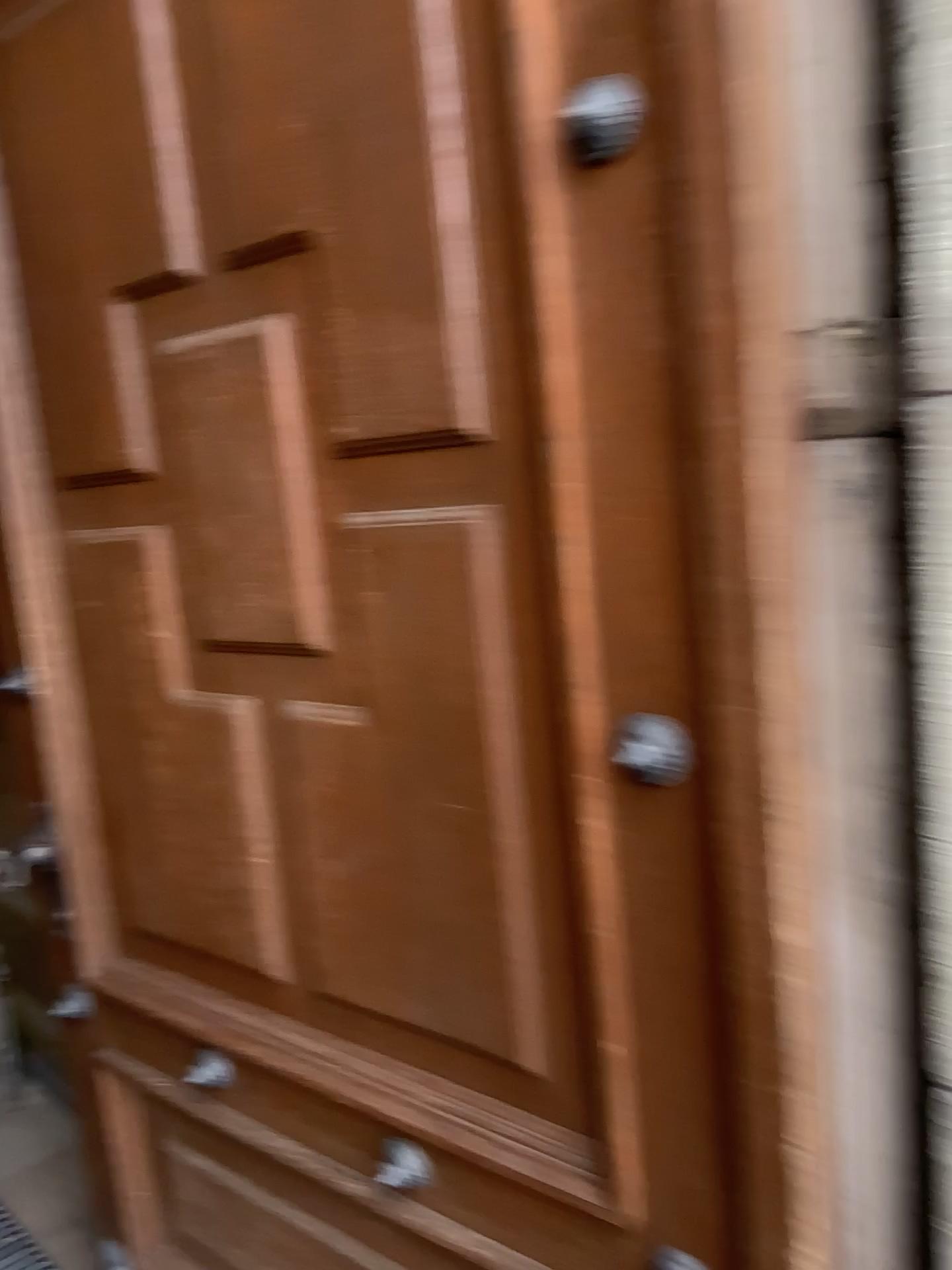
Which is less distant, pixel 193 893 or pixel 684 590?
pixel 684 590

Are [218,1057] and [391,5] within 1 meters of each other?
no

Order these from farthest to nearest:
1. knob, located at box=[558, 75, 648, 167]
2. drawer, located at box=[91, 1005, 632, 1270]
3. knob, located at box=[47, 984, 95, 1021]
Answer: knob, located at box=[47, 984, 95, 1021] < drawer, located at box=[91, 1005, 632, 1270] < knob, located at box=[558, 75, 648, 167]

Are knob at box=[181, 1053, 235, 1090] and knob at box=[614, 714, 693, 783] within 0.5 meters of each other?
no

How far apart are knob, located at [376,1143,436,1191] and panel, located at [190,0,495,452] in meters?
0.8

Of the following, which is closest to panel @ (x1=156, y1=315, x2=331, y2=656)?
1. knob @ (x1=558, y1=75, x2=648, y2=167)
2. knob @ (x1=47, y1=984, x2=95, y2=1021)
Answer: knob @ (x1=558, y1=75, x2=648, y2=167)

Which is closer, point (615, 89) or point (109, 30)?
point (615, 89)

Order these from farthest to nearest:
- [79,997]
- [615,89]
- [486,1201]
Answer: [79,997] < [486,1201] < [615,89]

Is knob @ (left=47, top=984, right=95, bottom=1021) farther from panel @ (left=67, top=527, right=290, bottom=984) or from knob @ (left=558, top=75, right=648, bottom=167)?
knob @ (left=558, top=75, right=648, bottom=167)

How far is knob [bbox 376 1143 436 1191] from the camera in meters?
1.2 m
